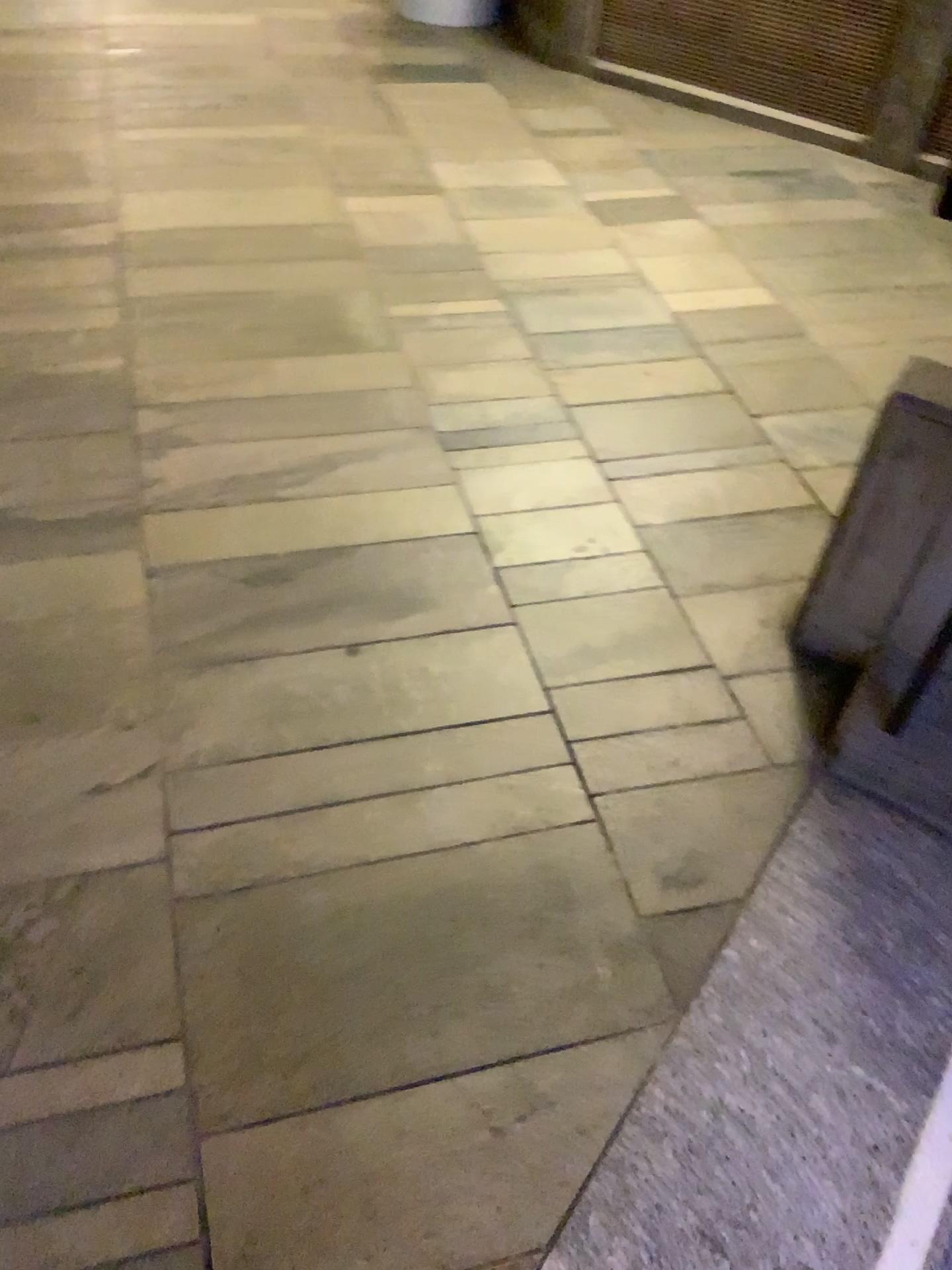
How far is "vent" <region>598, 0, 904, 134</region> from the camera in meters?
3.3 m

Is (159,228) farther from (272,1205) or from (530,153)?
(272,1205)

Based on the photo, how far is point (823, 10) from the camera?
3.3m
